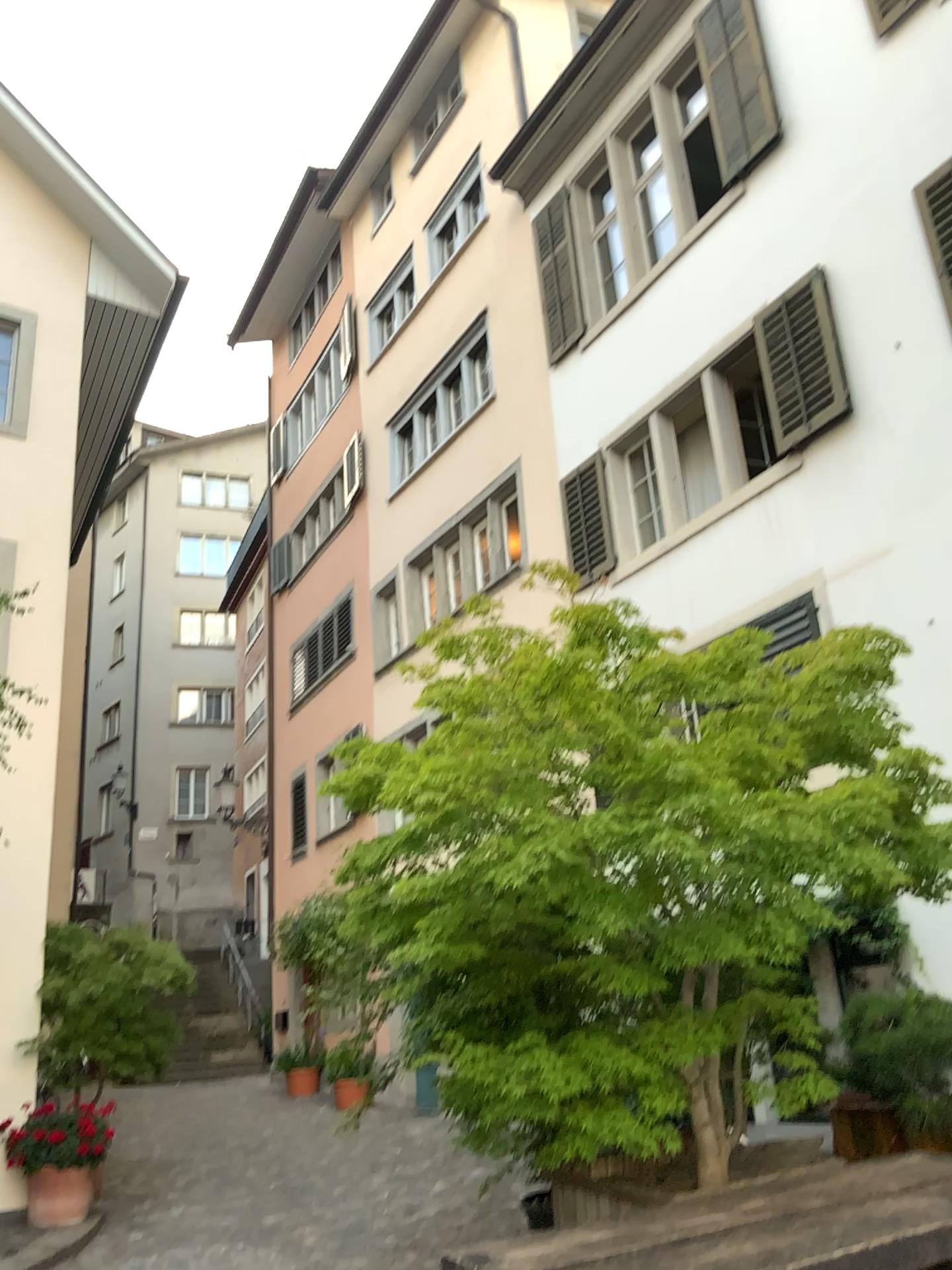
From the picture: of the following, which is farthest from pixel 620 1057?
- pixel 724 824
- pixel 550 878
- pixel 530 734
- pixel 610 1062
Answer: pixel 530 734
